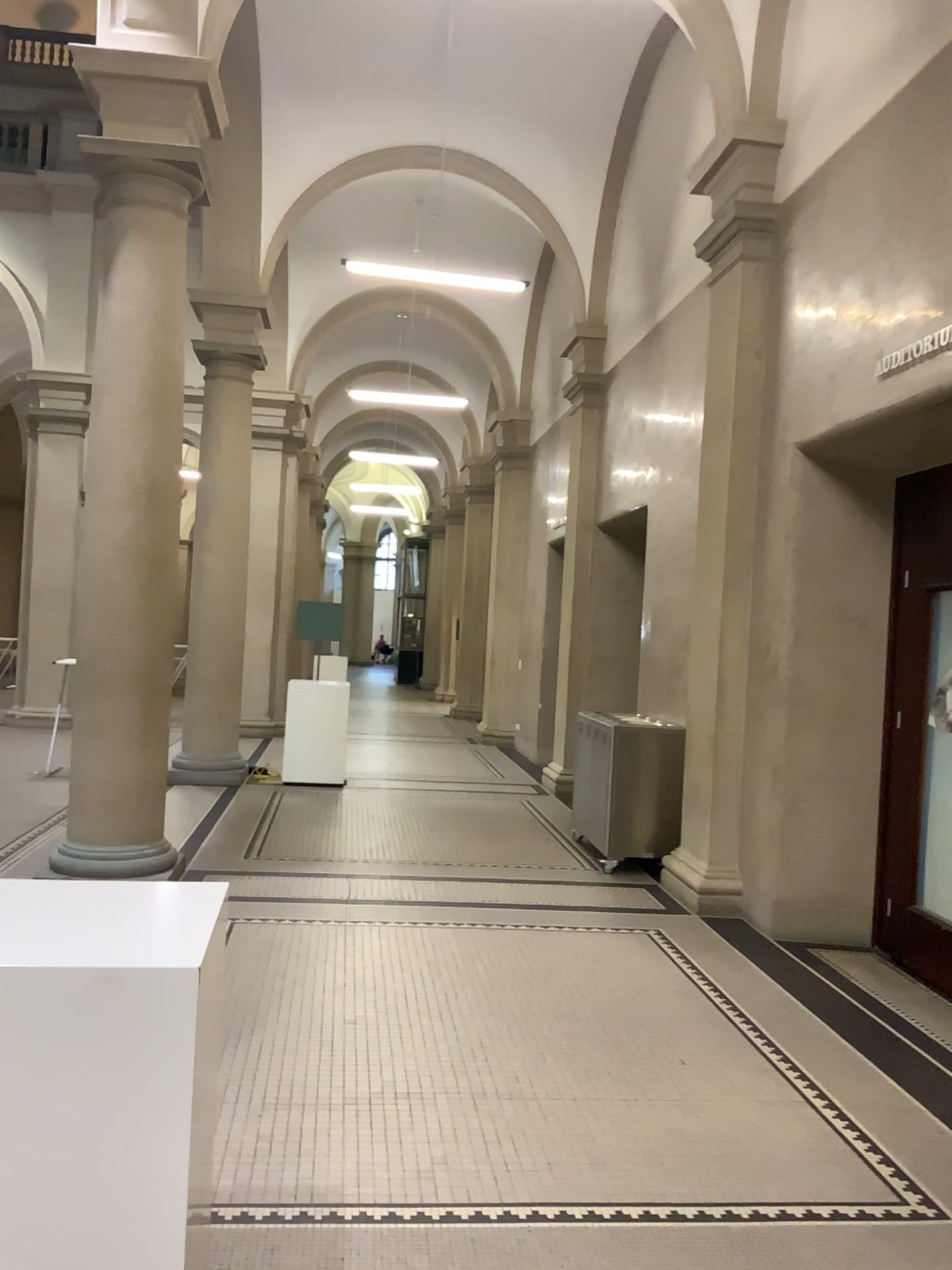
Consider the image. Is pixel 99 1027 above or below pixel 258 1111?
above
